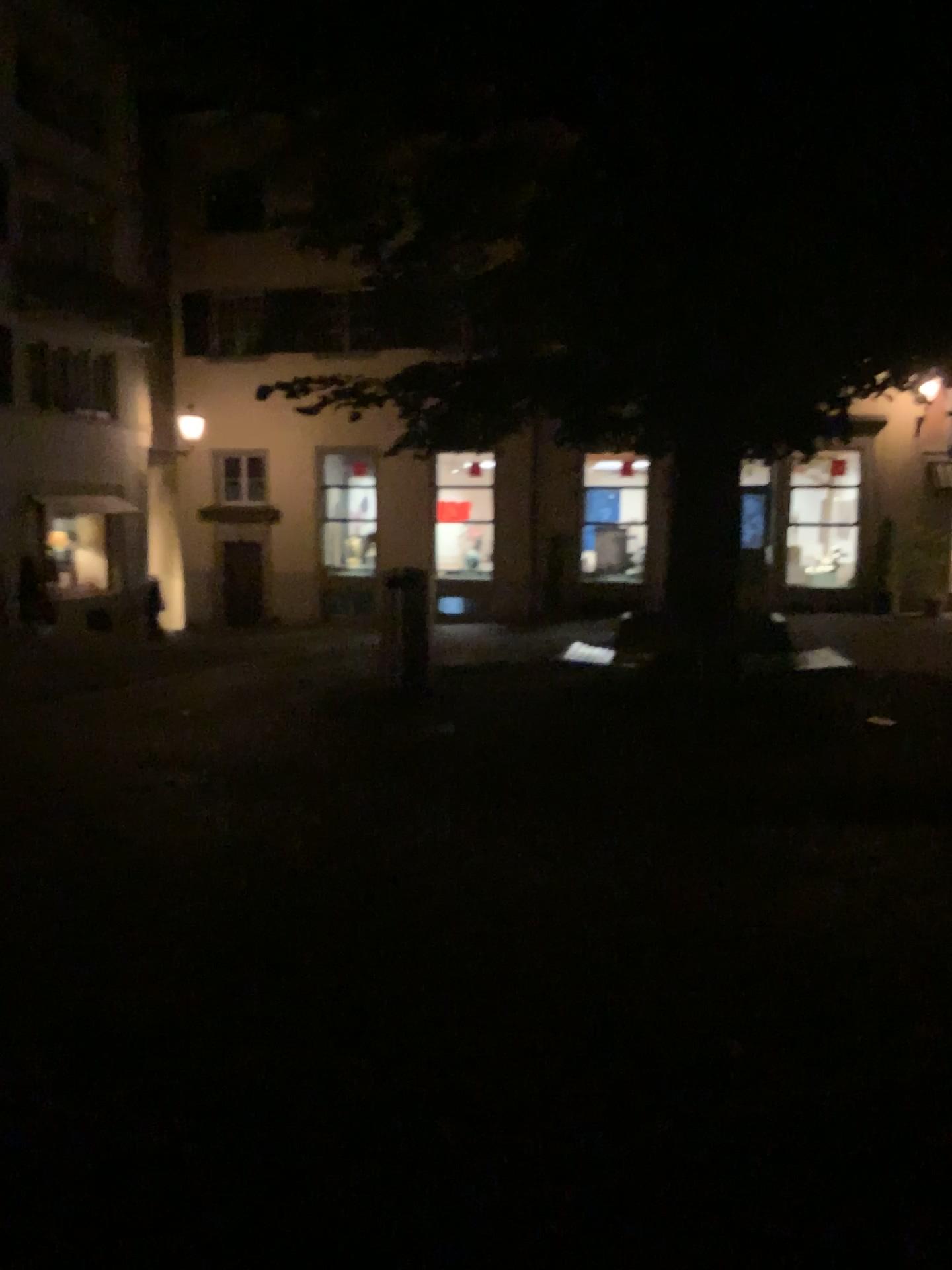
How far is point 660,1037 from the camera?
3.3m
